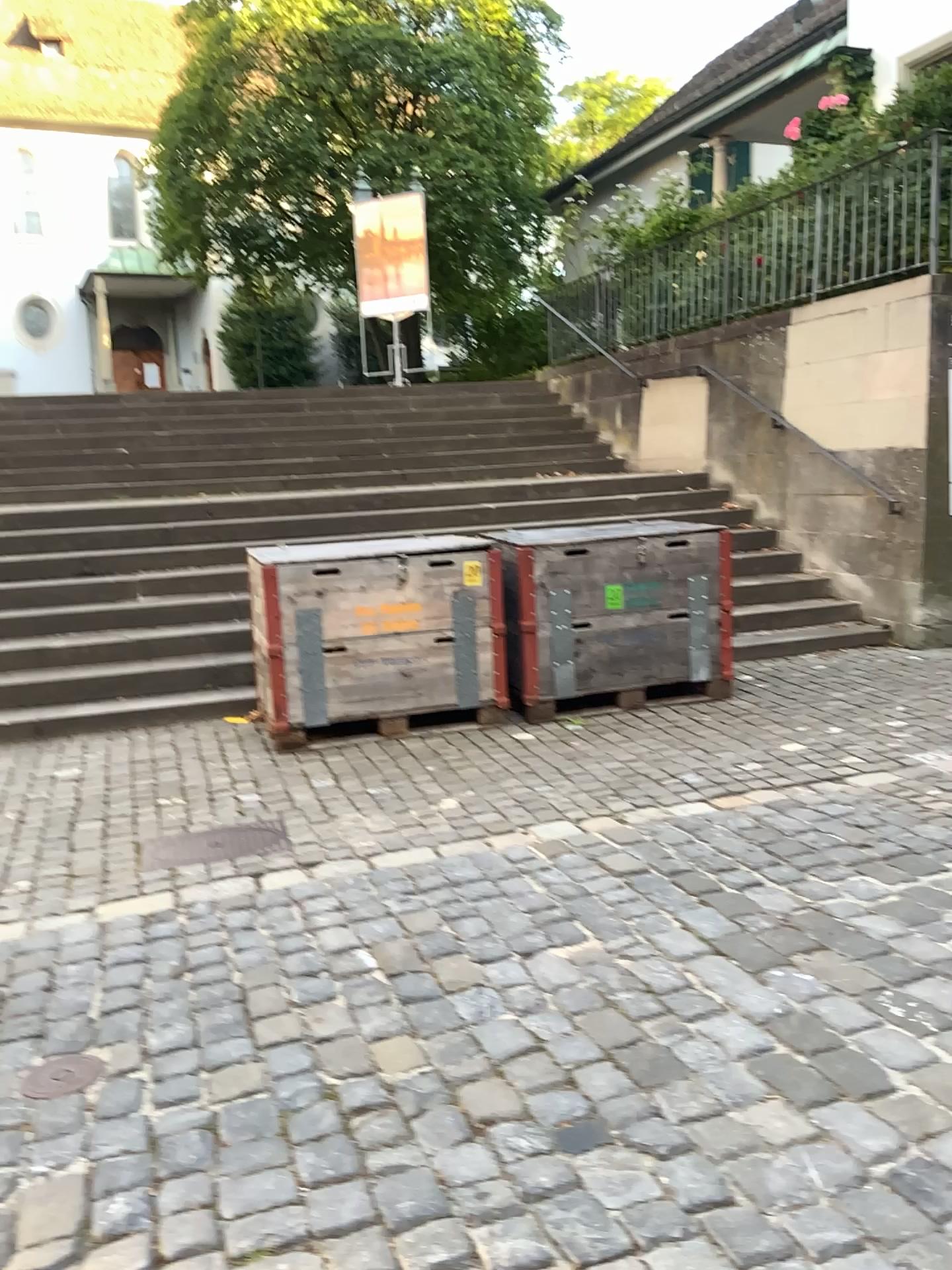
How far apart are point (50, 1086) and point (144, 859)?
1.4m

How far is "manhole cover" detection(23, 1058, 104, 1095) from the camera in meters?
2.4 m

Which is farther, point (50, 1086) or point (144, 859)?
point (144, 859)

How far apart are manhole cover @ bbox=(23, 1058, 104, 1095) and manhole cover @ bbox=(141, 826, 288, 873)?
1.2m

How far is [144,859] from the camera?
3.8m

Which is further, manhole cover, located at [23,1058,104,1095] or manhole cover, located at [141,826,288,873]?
manhole cover, located at [141,826,288,873]

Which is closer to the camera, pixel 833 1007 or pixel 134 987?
pixel 833 1007

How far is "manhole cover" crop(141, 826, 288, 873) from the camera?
3.8 meters
